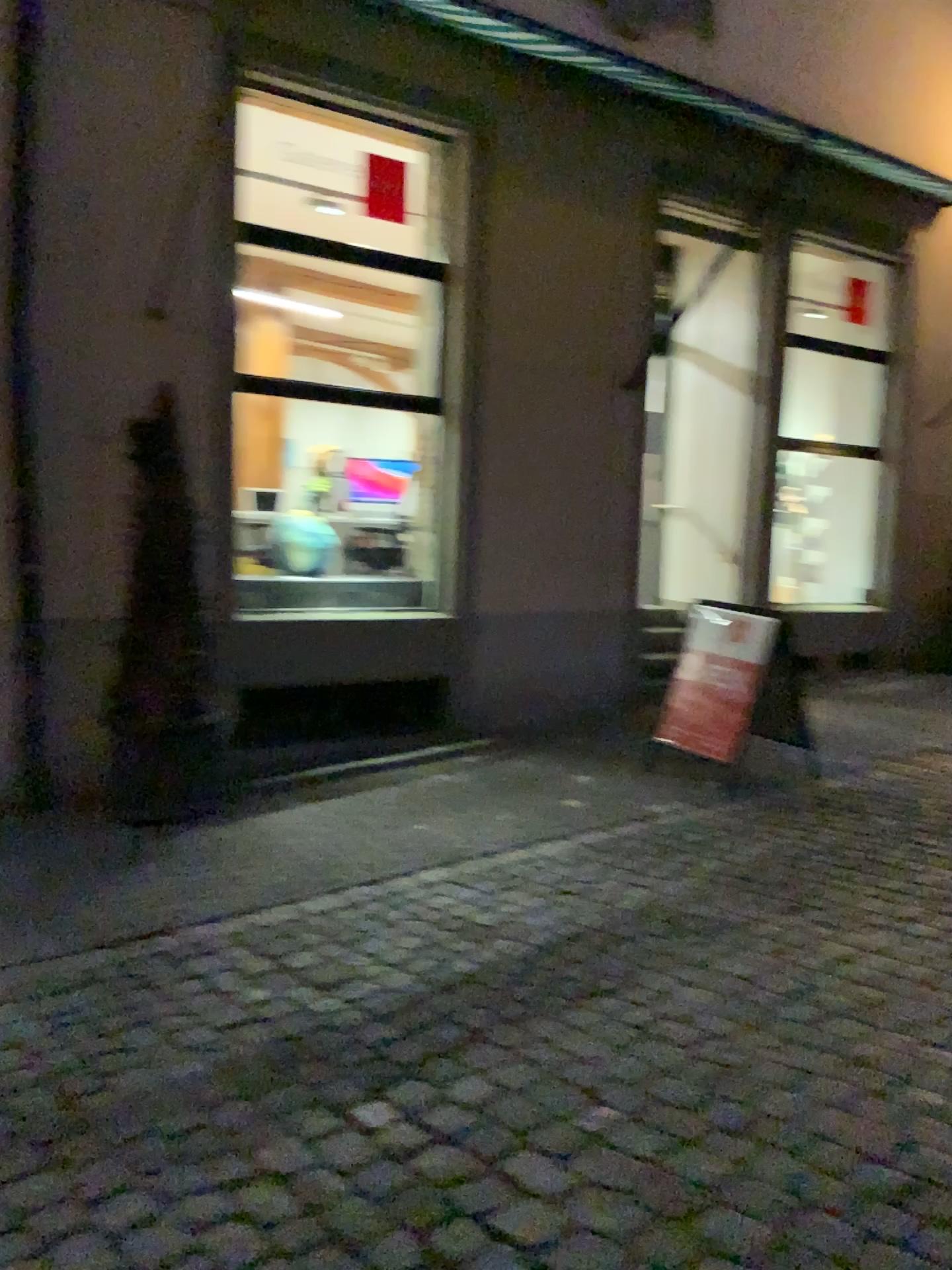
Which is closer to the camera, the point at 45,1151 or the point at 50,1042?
the point at 45,1151
